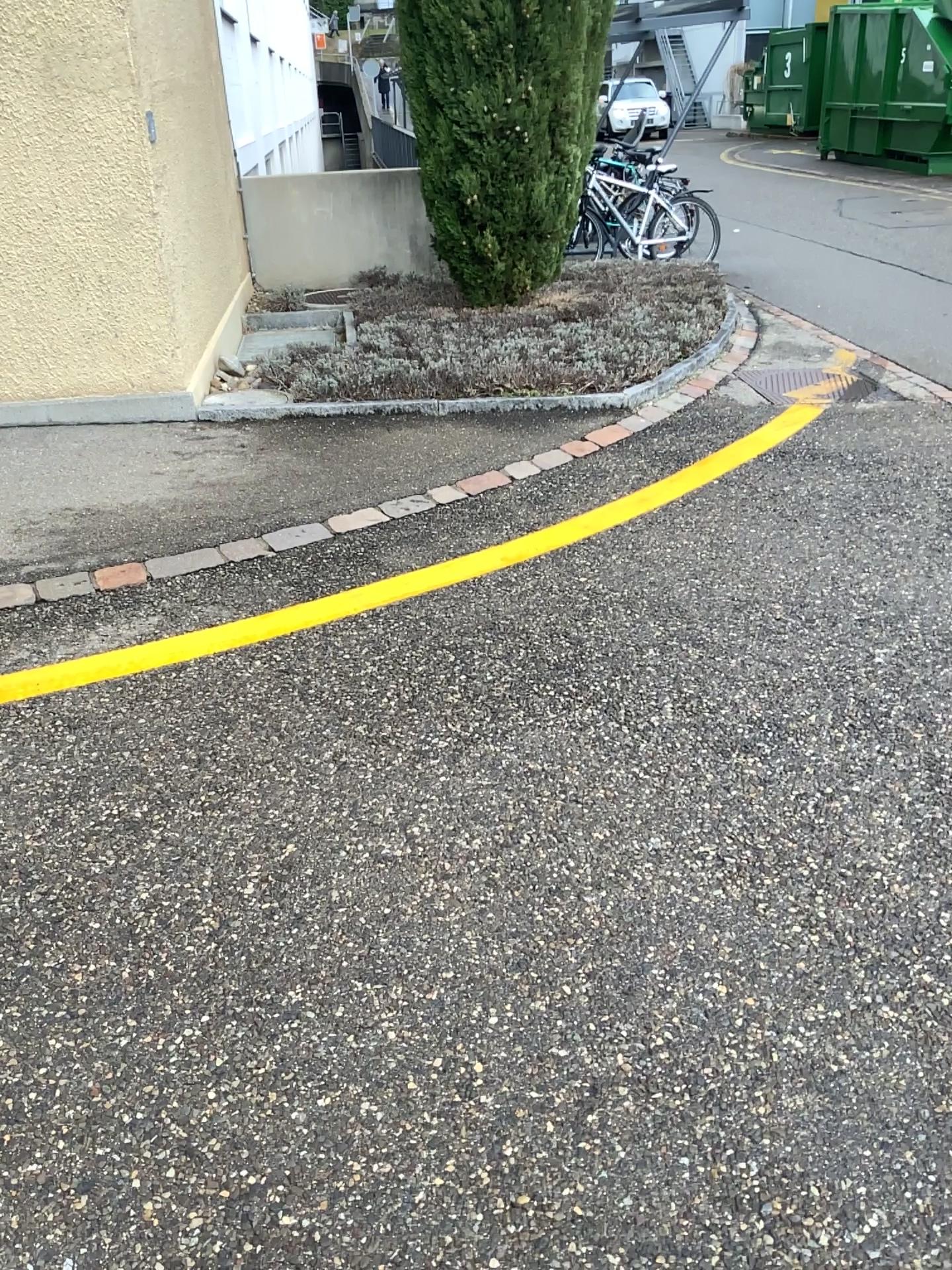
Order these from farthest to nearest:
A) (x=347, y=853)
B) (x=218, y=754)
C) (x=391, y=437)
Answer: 1. (x=391, y=437)
2. (x=218, y=754)
3. (x=347, y=853)
